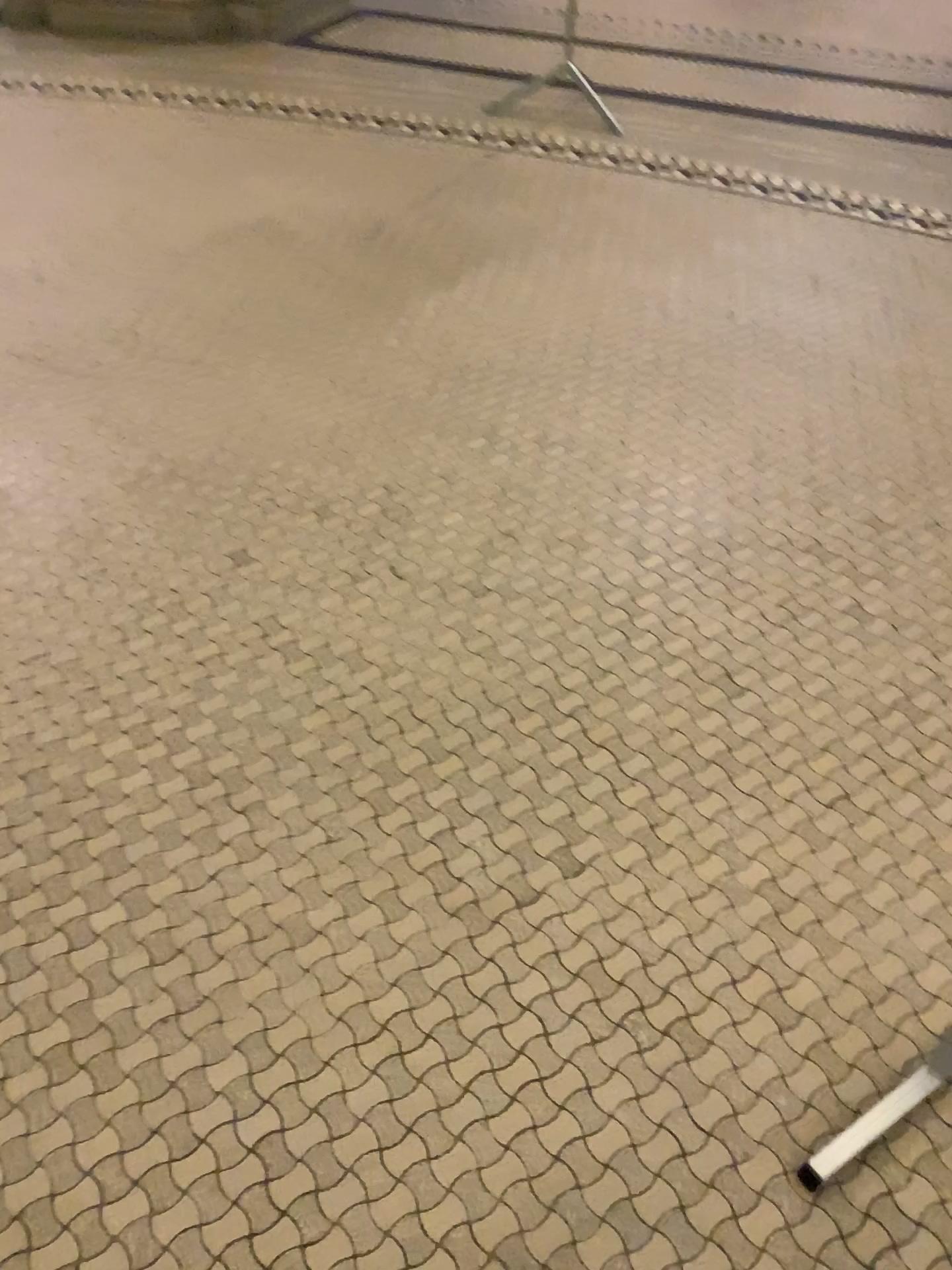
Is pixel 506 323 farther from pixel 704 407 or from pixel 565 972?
pixel 565 972
